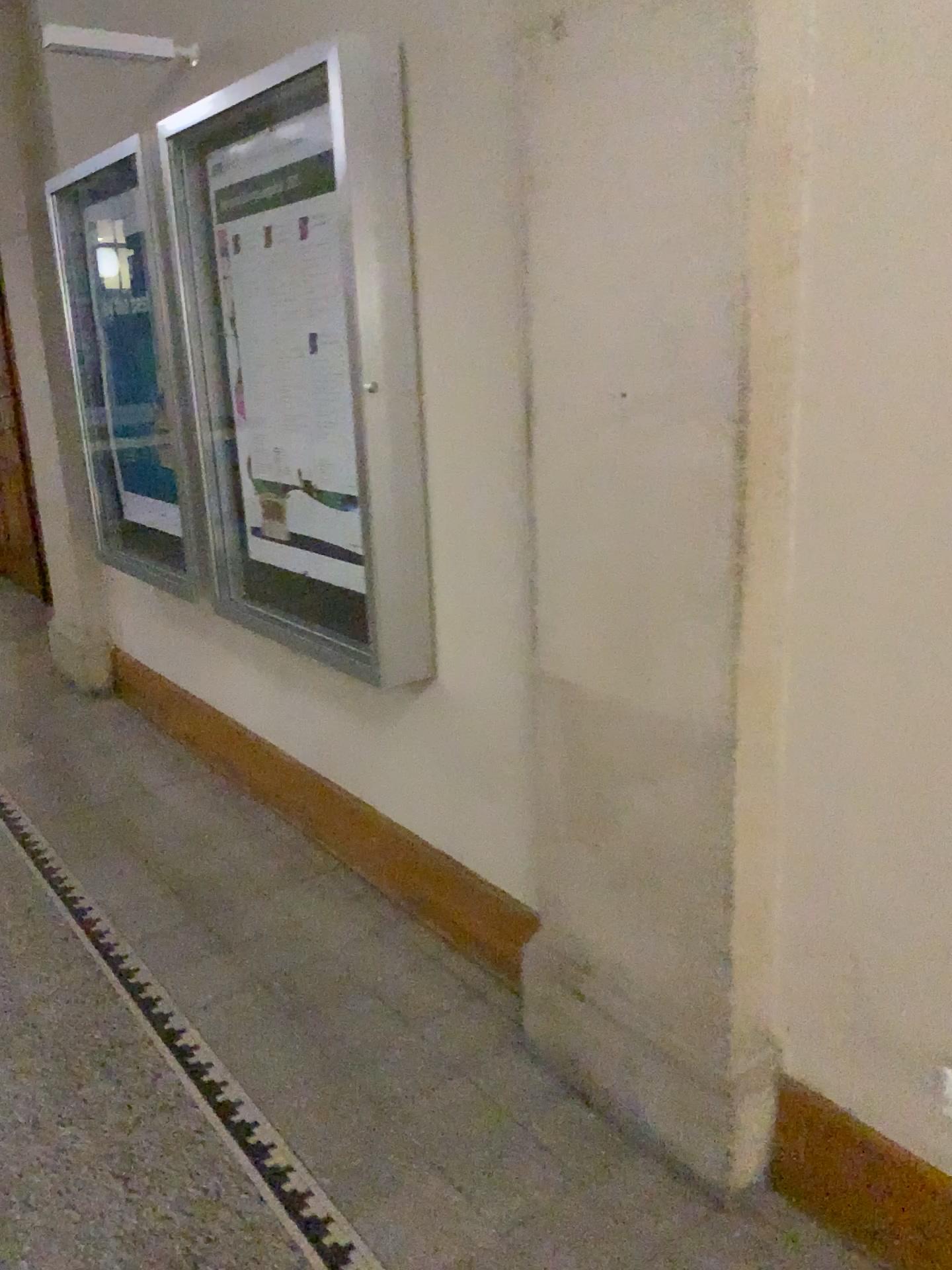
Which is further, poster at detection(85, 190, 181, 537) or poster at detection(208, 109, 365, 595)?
poster at detection(85, 190, 181, 537)

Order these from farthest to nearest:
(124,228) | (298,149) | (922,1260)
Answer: (124,228), (298,149), (922,1260)

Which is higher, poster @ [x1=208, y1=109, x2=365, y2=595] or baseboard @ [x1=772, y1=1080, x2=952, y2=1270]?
poster @ [x1=208, y1=109, x2=365, y2=595]

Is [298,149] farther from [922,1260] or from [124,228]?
[922,1260]

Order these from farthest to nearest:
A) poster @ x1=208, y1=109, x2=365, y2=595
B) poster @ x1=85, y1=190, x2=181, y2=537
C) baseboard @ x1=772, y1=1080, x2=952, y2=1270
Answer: poster @ x1=85, y1=190, x2=181, y2=537
poster @ x1=208, y1=109, x2=365, y2=595
baseboard @ x1=772, y1=1080, x2=952, y2=1270

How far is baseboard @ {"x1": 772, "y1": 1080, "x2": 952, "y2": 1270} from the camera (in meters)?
1.71

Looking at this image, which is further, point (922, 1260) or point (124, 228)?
point (124, 228)

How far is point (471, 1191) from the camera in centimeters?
198cm

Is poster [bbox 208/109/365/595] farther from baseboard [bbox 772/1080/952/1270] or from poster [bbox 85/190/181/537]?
baseboard [bbox 772/1080/952/1270]

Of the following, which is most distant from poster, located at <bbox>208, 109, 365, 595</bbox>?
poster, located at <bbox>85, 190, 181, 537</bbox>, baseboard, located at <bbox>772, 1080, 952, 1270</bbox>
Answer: baseboard, located at <bbox>772, 1080, 952, 1270</bbox>
